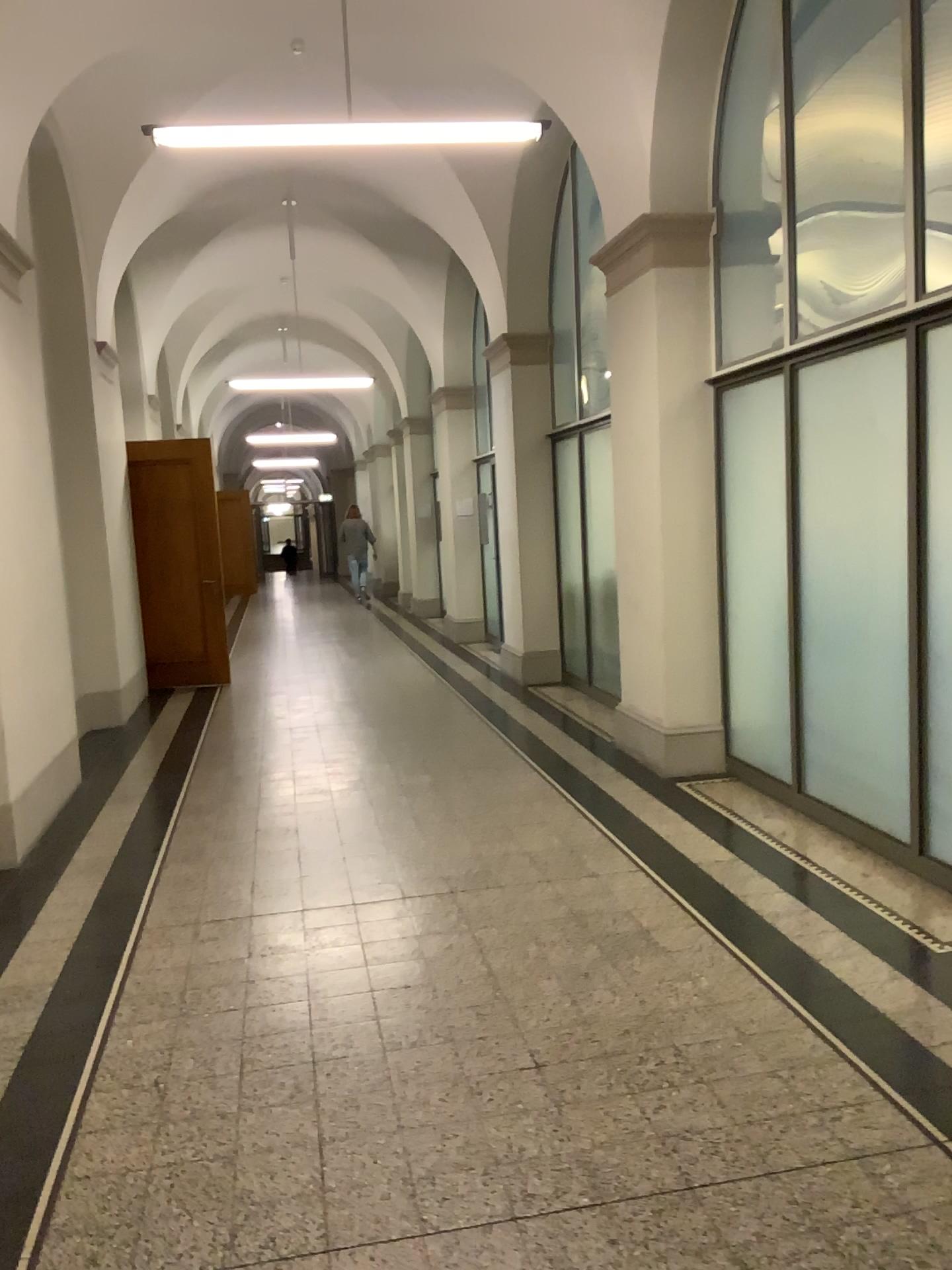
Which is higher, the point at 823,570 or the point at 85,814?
the point at 823,570
